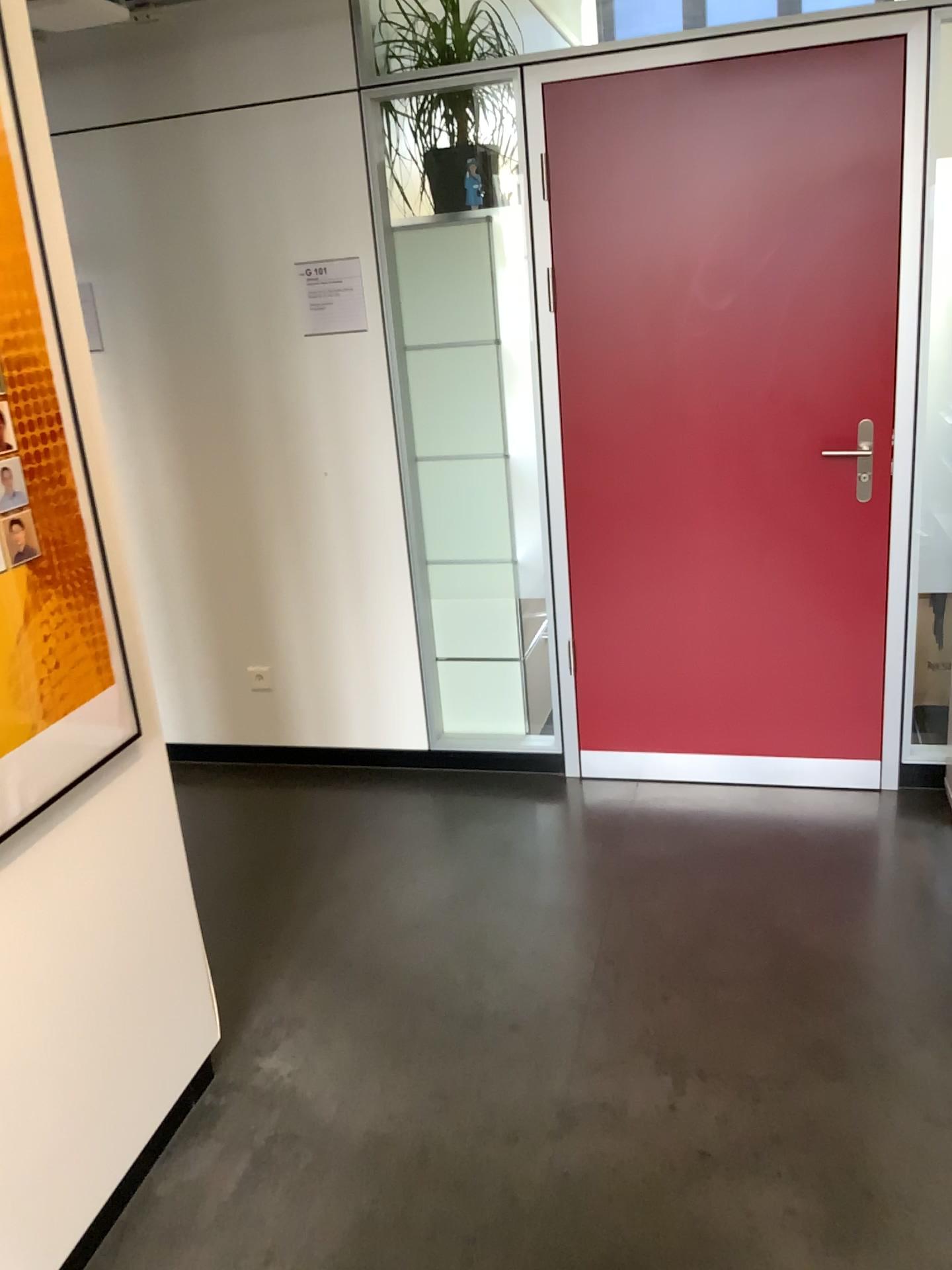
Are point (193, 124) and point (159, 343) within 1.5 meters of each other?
yes

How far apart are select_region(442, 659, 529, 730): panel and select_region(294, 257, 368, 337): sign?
1.2 meters

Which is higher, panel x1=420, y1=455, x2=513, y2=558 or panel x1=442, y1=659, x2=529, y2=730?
panel x1=420, y1=455, x2=513, y2=558

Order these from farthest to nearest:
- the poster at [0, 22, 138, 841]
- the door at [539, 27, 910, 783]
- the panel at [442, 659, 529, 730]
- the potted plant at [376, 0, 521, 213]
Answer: the panel at [442, 659, 529, 730]
the potted plant at [376, 0, 521, 213]
the door at [539, 27, 910, 783]
the poster at [0, 22, 138, 841]

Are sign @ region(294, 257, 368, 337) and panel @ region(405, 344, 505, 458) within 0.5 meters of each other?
yes

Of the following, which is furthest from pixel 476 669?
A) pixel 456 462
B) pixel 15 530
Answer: pixel 15 530

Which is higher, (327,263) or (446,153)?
(446,153)

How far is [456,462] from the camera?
3.43m

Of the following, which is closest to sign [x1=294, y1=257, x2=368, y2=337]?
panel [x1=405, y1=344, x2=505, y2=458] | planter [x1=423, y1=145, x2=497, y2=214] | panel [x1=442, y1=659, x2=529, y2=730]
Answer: panel [x1=405, y1=344, x2=505, y2=458]

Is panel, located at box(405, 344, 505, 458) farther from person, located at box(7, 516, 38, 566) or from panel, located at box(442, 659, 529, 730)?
person, located at box(7, 516, 38, 566)
